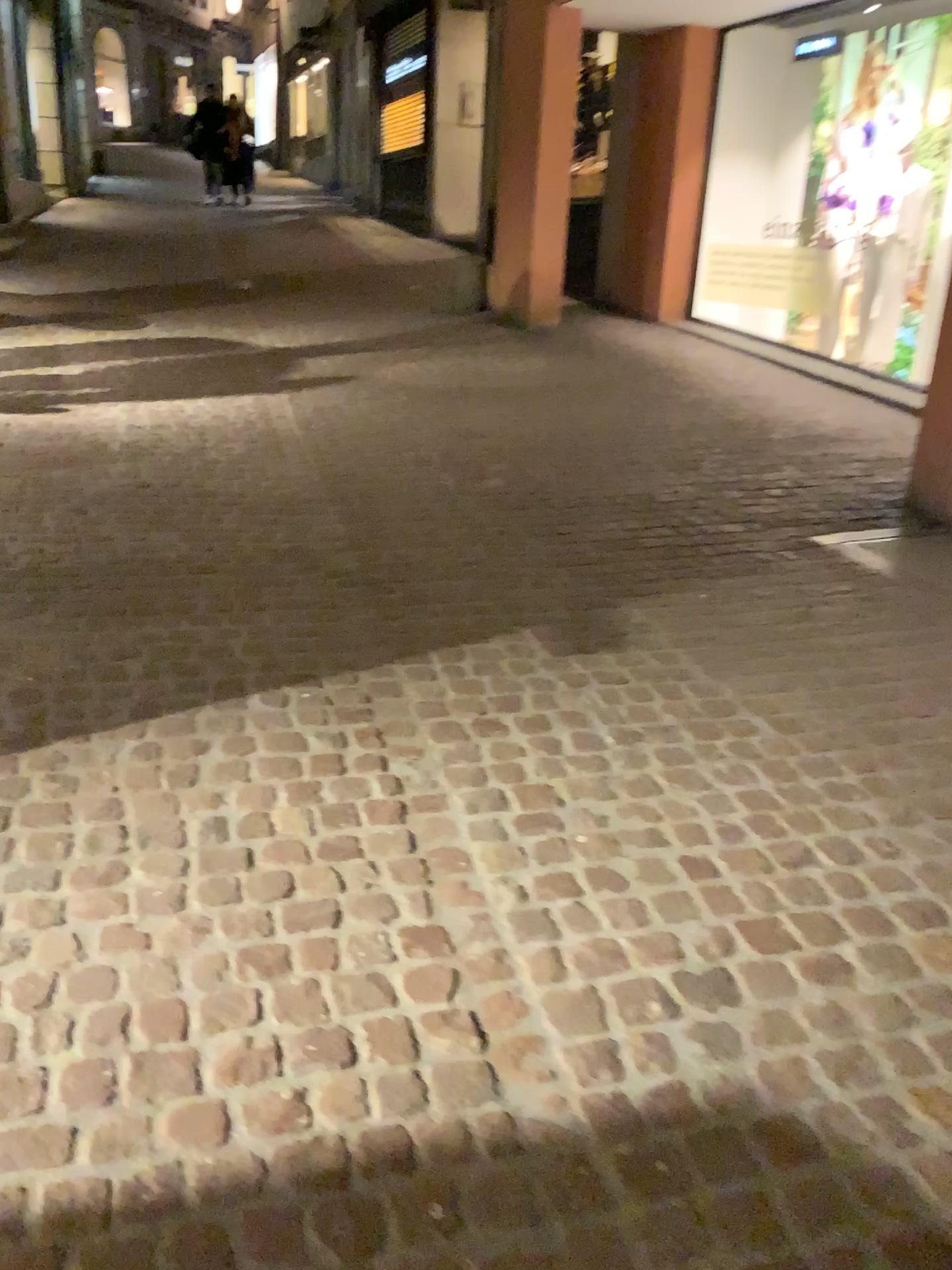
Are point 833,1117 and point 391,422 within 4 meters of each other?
no
